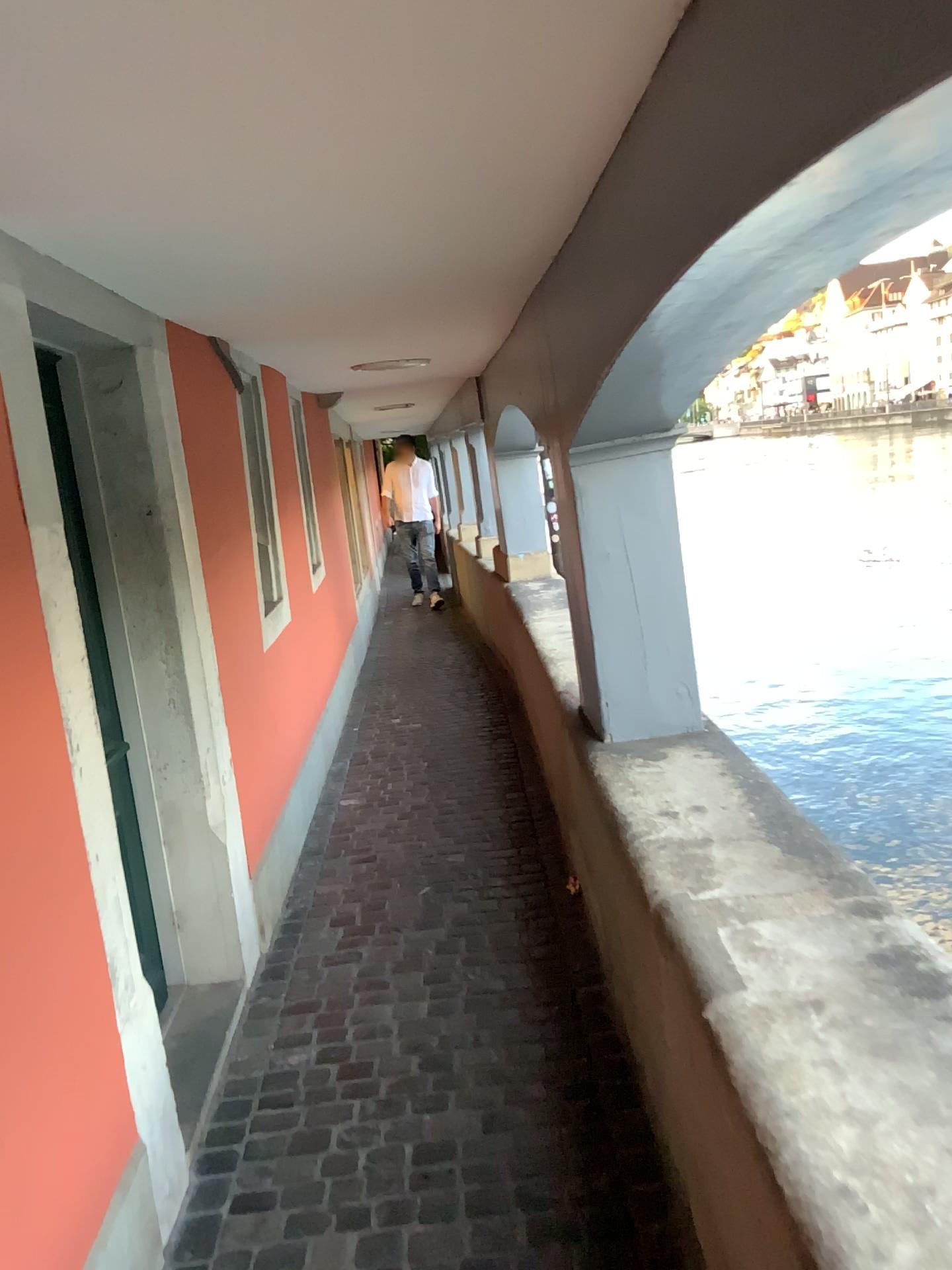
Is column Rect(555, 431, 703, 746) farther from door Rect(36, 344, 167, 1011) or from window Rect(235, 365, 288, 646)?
window Rect(235, 365, 288, 646)

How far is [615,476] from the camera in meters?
3.0 m

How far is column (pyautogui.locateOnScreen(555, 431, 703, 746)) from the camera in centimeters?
297cm

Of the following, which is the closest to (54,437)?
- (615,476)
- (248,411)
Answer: (615,476)

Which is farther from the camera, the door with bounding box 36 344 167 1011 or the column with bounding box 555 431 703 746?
the column with bounding box 555 431 703 746

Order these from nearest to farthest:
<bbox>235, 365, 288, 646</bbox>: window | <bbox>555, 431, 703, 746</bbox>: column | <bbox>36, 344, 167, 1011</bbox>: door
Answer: <bbox>36, 344, 167, 1011</bbox>: door < <bbox>555, 431, 703, 746</bbox>: column < <bbox>235, 365, 288, 646</bbox>: window

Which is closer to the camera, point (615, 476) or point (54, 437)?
point (54, 437)

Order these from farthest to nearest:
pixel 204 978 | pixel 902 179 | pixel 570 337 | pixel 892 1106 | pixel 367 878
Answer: pixel 367 878 < pixel 204 978 < pixel 570 337 < pixel 892 1106 < pixel 902 179

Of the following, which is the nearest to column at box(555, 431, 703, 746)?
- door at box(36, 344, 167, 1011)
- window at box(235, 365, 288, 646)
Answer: door at box(36, 344, 167, 1011)
